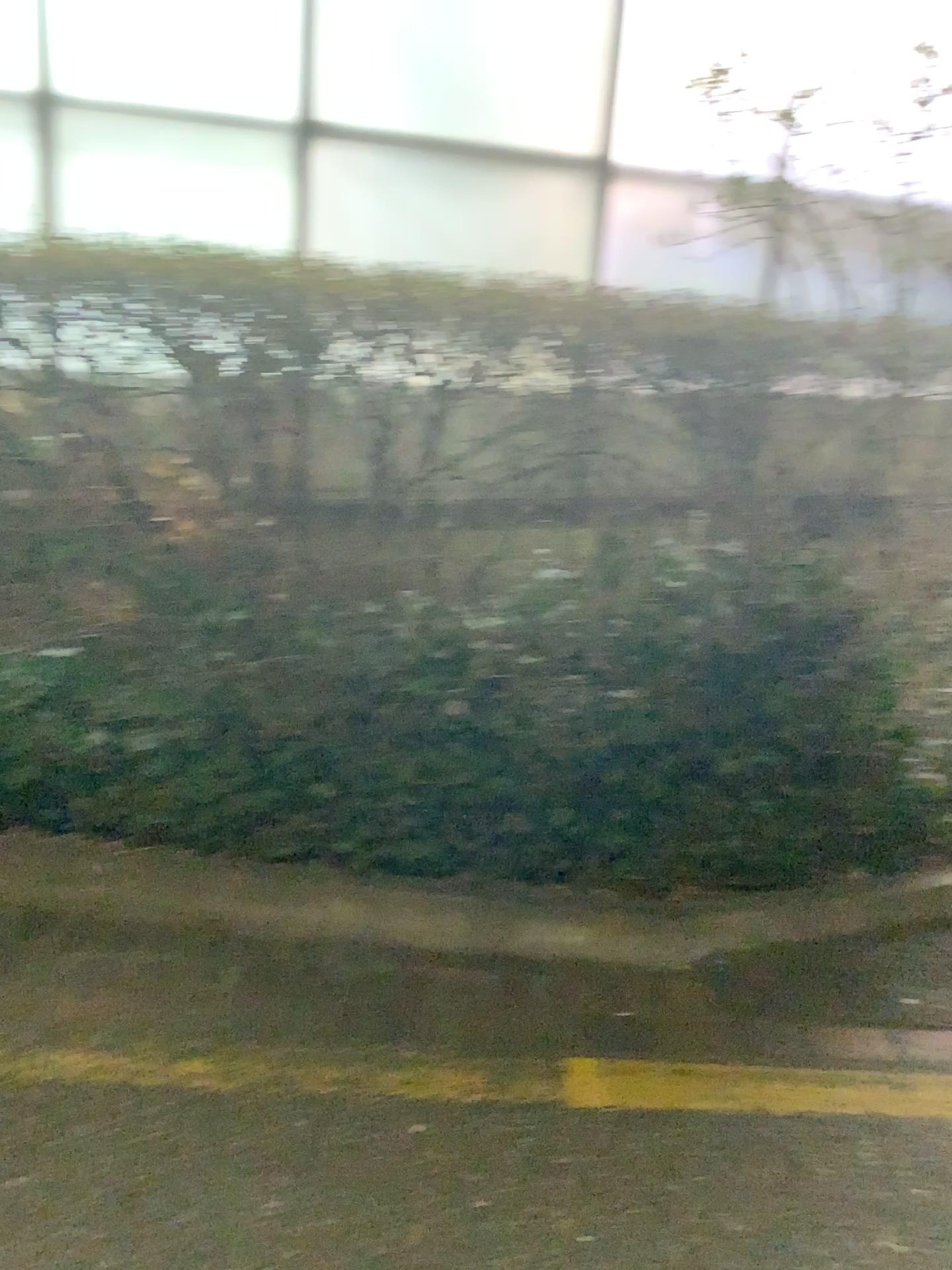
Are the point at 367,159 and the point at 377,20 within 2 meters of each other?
yes

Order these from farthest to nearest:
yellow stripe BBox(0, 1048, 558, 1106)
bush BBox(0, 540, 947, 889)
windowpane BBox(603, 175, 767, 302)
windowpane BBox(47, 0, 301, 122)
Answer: windowpane BBox(603, 175, 767, 302)
windowpane BBox(47, 0, 301, 122)
bush BBox(0, 540, 947, 889)
yellow stripe BBox(0, 1048, 558, 1106)

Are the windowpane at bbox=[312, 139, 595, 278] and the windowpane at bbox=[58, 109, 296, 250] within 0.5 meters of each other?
yes

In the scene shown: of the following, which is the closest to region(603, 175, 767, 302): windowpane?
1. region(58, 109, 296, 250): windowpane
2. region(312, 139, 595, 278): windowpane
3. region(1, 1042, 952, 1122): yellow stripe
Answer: region(312, 139, 595, 278): windowpane

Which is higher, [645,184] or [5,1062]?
[645,184]

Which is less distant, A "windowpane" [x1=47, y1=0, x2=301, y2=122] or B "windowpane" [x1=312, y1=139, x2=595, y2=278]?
A "windowpane" [x1=47, y1=0, x2=301, y2=122]

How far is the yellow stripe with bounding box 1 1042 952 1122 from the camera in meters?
2.1

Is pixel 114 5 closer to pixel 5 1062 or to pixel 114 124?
pixel 114 124

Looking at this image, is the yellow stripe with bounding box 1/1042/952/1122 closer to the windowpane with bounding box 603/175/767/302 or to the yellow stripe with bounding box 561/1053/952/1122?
the yellow stripe with bounding box 561/1053/952/1122

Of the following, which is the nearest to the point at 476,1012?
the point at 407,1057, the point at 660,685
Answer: the point at 407,1057
